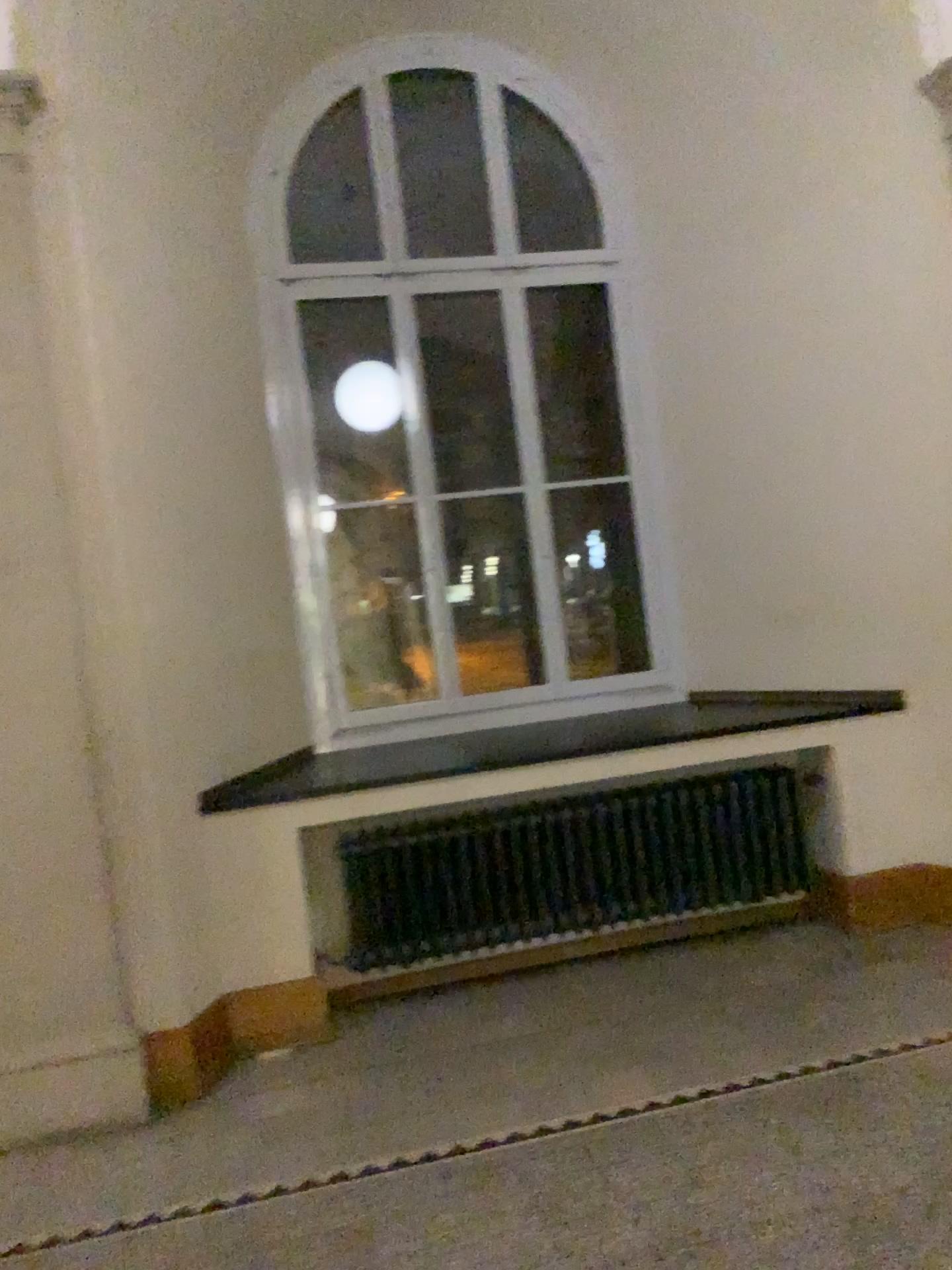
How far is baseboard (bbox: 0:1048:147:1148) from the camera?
3.2 meters

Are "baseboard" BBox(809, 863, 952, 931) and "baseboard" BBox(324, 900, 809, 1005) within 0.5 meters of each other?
yes

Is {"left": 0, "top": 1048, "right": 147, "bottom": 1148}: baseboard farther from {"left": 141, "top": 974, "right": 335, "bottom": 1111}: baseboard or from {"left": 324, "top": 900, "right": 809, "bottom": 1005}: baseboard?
{"left": 324, "top": 900, "right": 809, "bottom": 1005}: baseboard

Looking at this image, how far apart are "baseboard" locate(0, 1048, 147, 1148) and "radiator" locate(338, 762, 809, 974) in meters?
1.0 m

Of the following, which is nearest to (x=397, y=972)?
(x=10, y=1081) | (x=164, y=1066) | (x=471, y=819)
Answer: (x=471, y=819)

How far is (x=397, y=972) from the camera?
4.0 meters

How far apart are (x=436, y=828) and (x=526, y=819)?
0.35m

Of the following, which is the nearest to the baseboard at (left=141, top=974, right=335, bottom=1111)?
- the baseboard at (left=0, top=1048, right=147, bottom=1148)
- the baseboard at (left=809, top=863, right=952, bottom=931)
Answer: the baseboard at (left=0, top=1048, right=147, bottom=1148)

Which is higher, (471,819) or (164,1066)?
(471,819)

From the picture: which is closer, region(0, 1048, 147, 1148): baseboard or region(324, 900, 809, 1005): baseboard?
region(0, 1048, 147, 1148): baseboard
